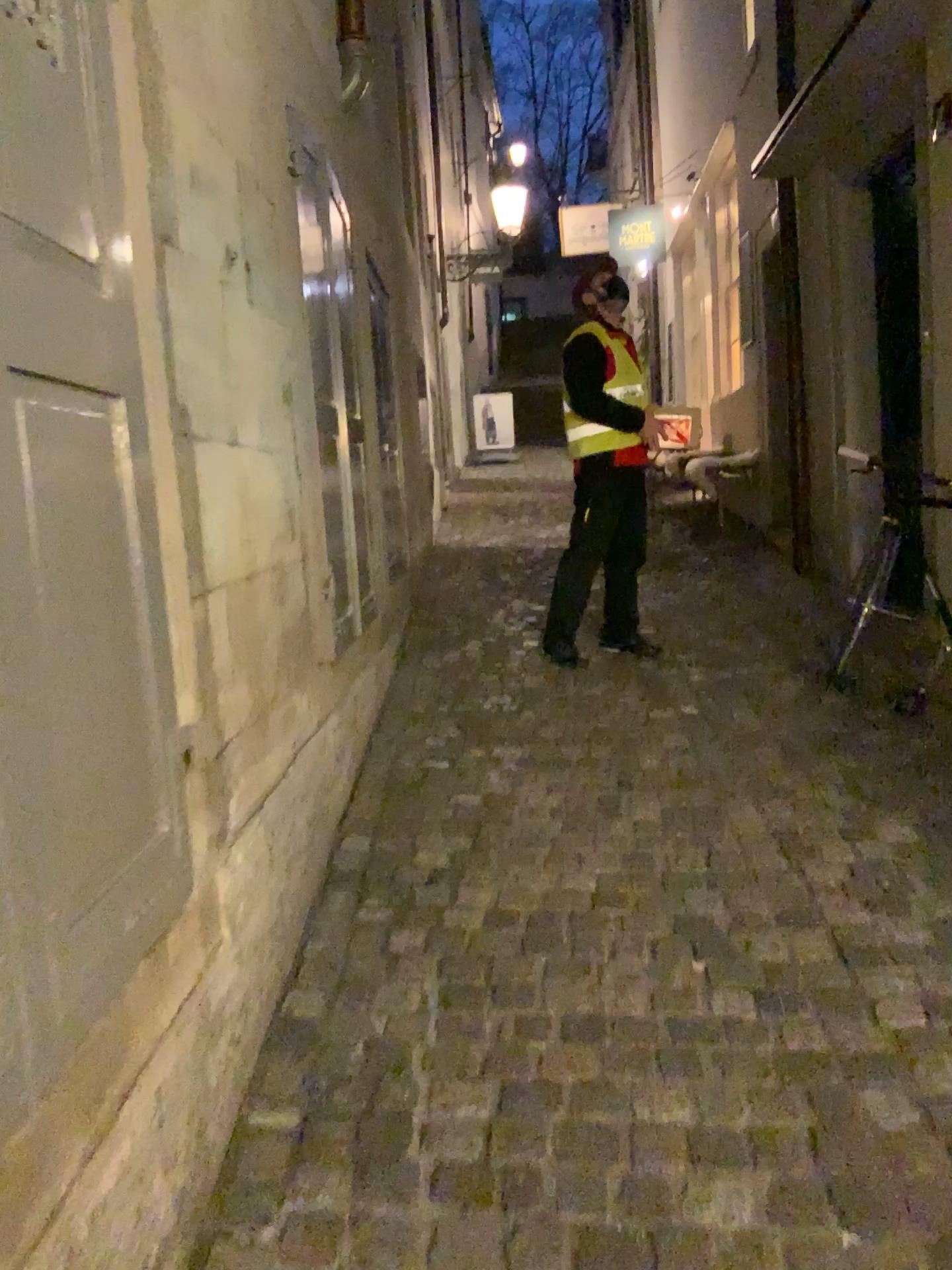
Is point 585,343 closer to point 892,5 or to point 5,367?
point 892,5

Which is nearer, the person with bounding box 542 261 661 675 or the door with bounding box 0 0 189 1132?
the door with bounding box 0 0 189 1132

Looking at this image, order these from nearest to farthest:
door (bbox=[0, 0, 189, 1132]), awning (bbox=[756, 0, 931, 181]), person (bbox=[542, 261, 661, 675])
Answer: door (bbox=[0, 0, 189, 1132])
awning (bbox=[756, 0, 931, 181])
person (bbox=[542, 261, 661, 675])

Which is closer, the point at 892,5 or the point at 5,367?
the point at 5,367

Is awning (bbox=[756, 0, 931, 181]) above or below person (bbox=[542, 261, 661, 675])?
above

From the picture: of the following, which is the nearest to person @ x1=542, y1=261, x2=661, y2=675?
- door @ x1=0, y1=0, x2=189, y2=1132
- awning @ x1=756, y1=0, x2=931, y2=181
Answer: awning @ x1=756, y1=0, x2=931, y2=181

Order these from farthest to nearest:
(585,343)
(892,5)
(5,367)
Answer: (585,343), (892,5), (5,367)

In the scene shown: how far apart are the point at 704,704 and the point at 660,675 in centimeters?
44cm

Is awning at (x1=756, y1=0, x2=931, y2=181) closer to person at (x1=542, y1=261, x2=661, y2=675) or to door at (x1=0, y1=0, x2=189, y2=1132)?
person at (x1=542, y1=261, x2=661, y2=675)

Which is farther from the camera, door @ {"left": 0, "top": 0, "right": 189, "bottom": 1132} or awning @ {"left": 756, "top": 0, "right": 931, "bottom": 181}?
awning @ {"left": 756, "top": 0, "right": 931, "bottom": 181}
